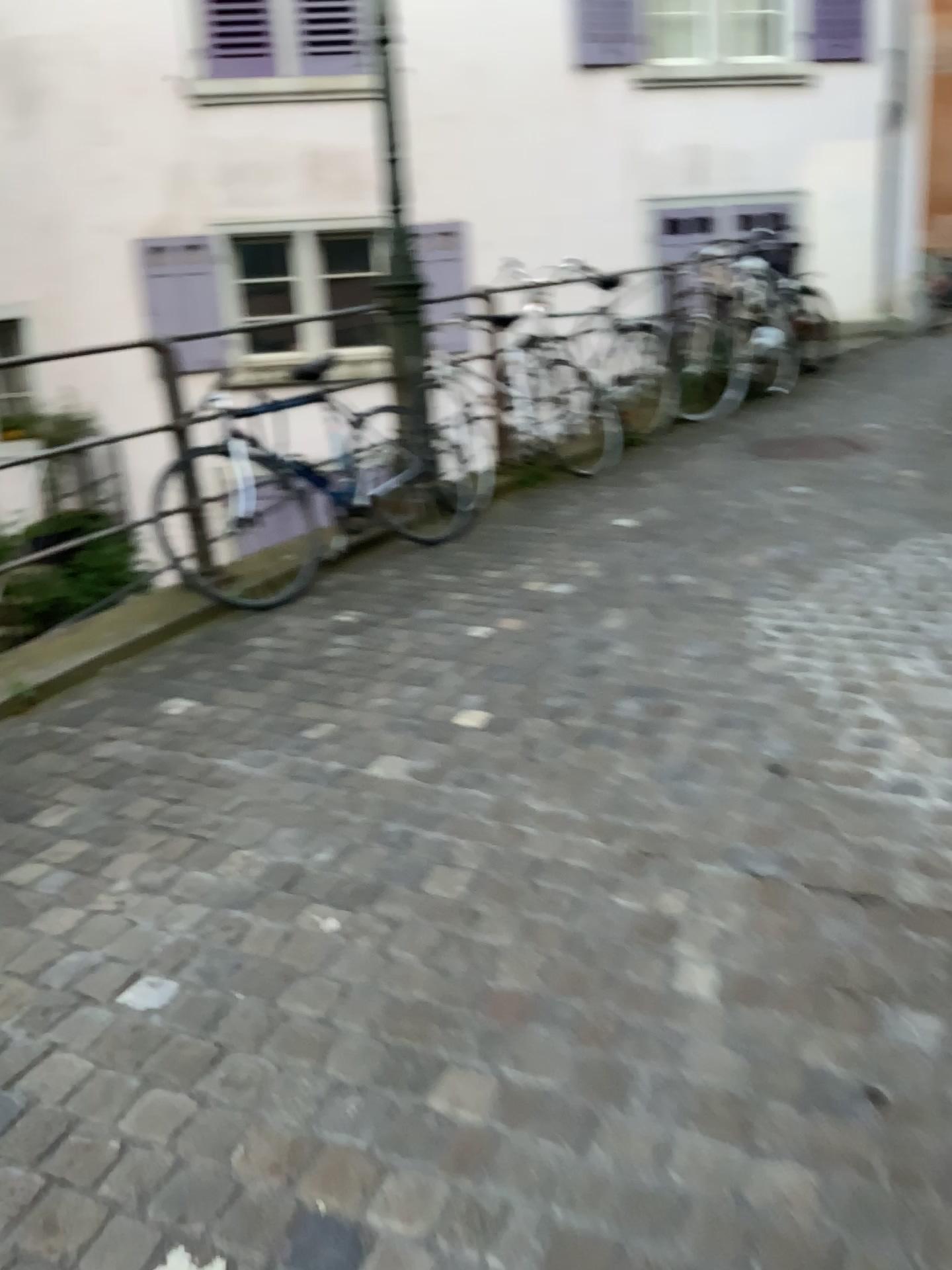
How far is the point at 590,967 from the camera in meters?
1.9 m
